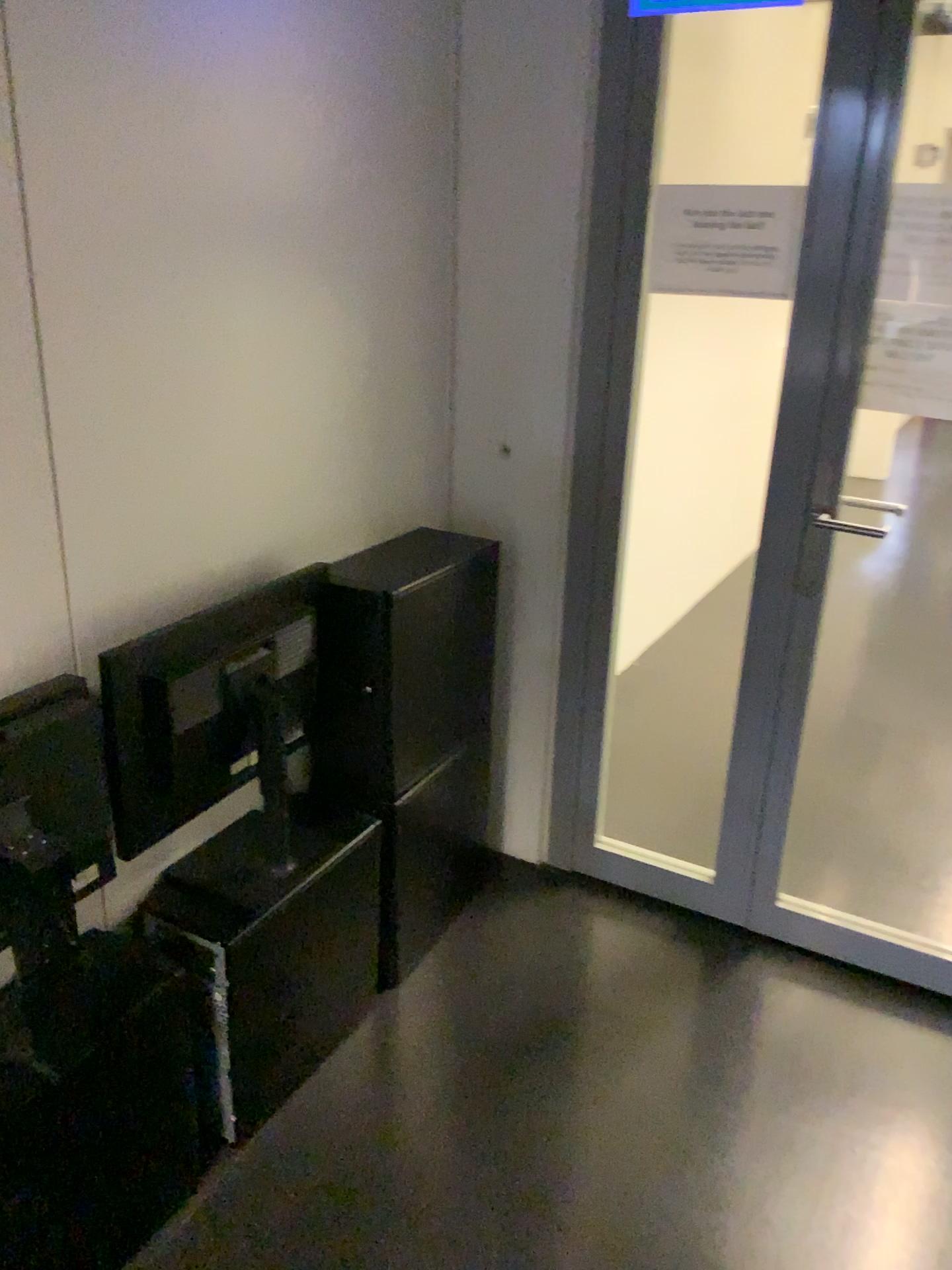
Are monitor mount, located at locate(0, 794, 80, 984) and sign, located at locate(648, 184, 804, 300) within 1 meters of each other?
no

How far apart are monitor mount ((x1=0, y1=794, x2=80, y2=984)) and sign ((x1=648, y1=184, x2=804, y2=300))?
1.6m

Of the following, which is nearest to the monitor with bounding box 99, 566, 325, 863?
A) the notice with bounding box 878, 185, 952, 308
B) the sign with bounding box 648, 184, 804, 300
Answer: the sign with bounding box 648, 184, 804, 300

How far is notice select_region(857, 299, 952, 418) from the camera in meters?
2.0

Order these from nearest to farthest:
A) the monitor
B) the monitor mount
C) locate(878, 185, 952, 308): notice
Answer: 1. the monitor mount
2. the monitor
3. locate(878, 185, 952, 308): notice

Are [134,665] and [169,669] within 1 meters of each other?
yes

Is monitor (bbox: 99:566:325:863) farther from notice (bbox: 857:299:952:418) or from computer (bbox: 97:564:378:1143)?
notice (bbox: 857:299:952:418)

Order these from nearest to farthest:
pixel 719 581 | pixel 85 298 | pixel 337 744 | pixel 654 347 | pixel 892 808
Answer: pixel 85 298 < pixel 337 744 < pixel 892 808 < pixel 654 347 < pixel 719 581

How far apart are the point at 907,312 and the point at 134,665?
1.58m

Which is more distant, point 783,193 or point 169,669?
point 783,193
